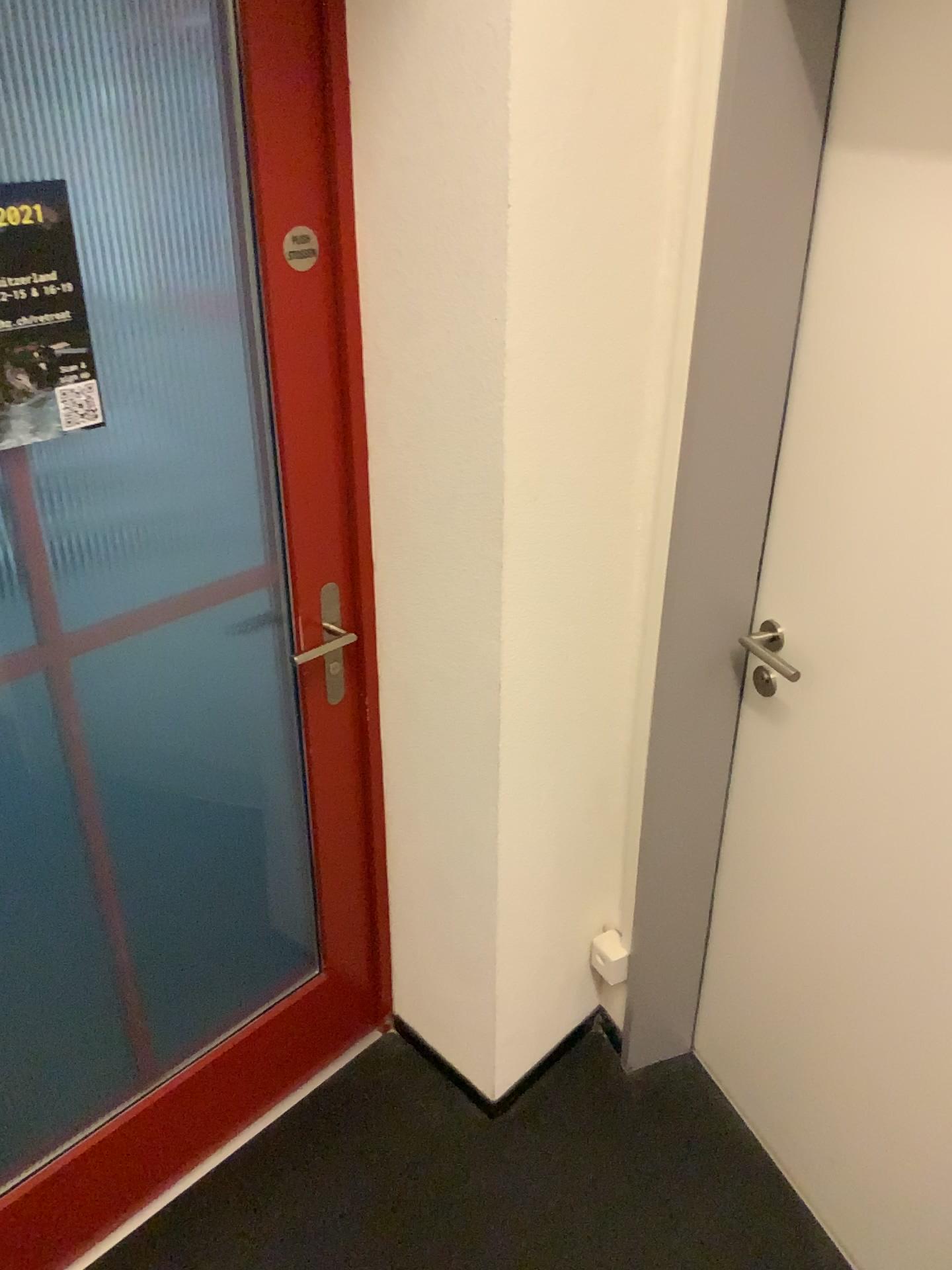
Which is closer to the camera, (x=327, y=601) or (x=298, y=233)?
(x=298, y=233)

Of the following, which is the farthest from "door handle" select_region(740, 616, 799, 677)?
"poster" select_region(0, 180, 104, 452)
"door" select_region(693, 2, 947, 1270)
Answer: "poster" select_region(0, 180, 104, 452)

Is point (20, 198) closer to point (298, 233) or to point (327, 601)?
point (298, 233)

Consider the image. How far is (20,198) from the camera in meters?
1.2

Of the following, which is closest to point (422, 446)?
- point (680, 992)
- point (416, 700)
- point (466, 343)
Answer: point (466, 343)

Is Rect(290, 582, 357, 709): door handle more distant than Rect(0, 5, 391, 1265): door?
Yes

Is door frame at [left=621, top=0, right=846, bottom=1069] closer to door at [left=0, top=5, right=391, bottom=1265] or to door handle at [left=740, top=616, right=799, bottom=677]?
door handle at [left=740, top=616, right=799, bottom=677]

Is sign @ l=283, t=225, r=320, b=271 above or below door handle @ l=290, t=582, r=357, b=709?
above

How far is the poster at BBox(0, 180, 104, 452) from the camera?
1.2m

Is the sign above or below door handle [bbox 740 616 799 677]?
above
